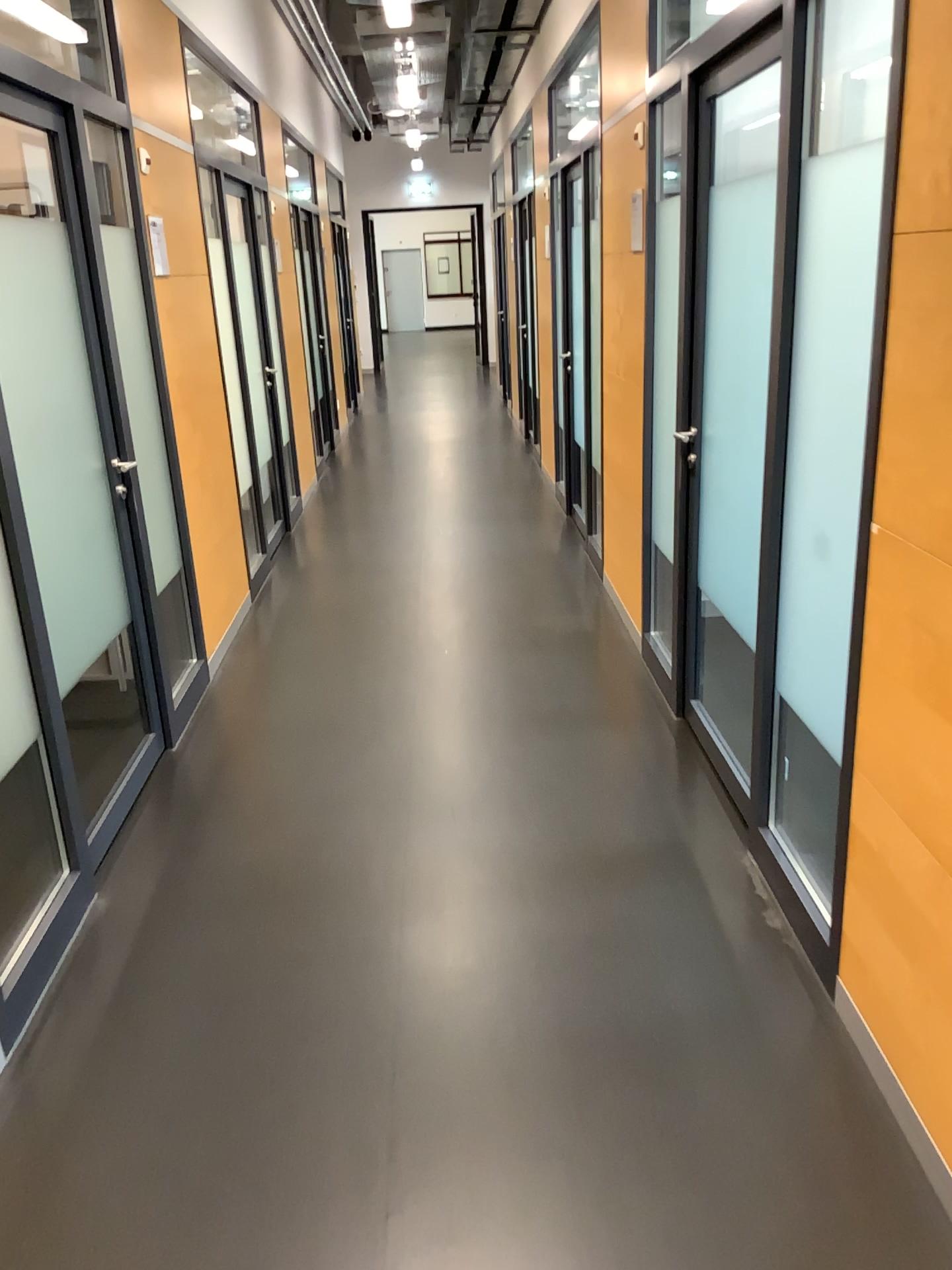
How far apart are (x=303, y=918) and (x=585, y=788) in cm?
101
